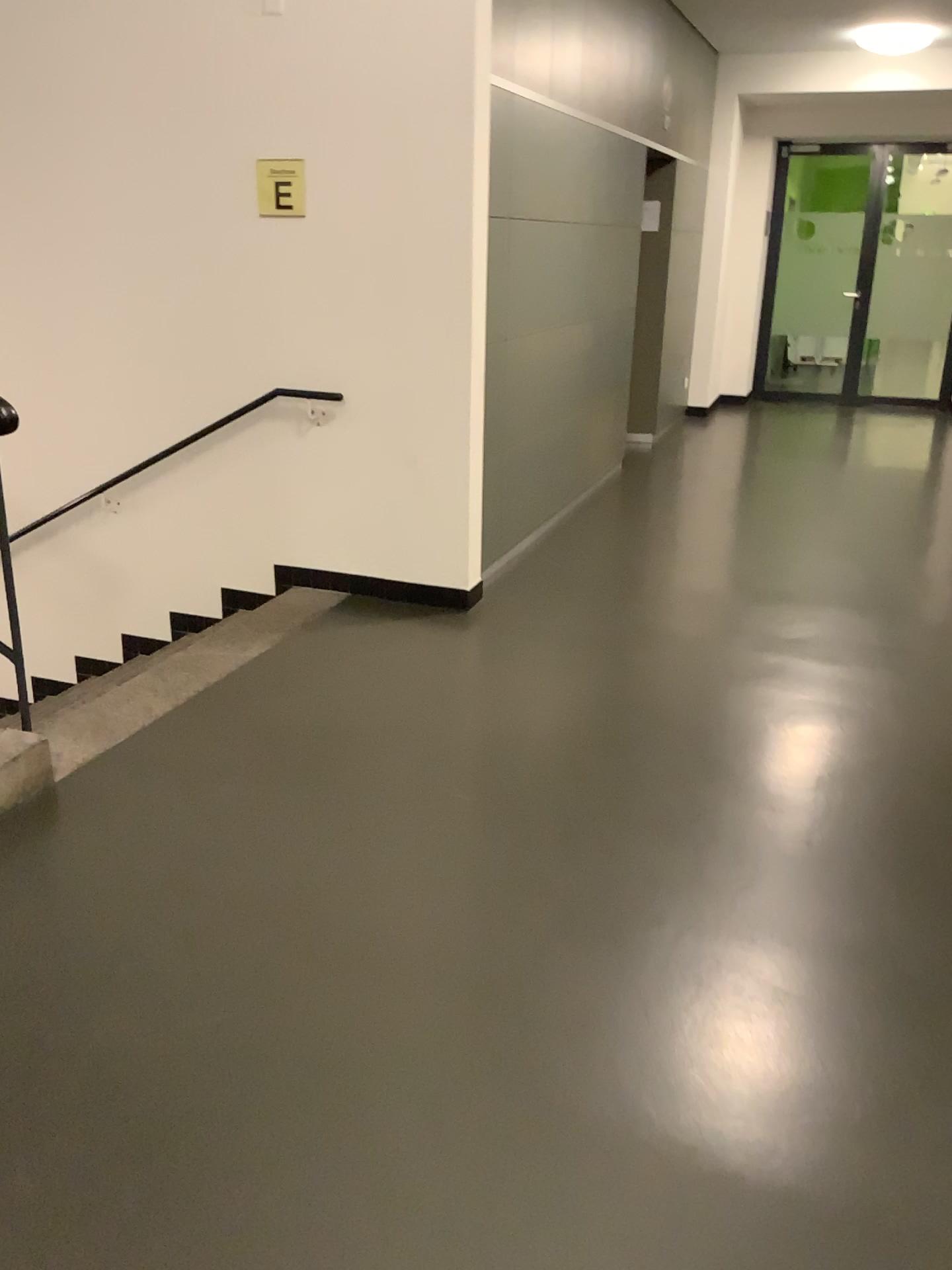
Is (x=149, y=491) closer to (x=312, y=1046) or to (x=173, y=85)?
(x=173, y=85)

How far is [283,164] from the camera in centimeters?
426cm

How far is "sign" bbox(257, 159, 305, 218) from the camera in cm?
426
